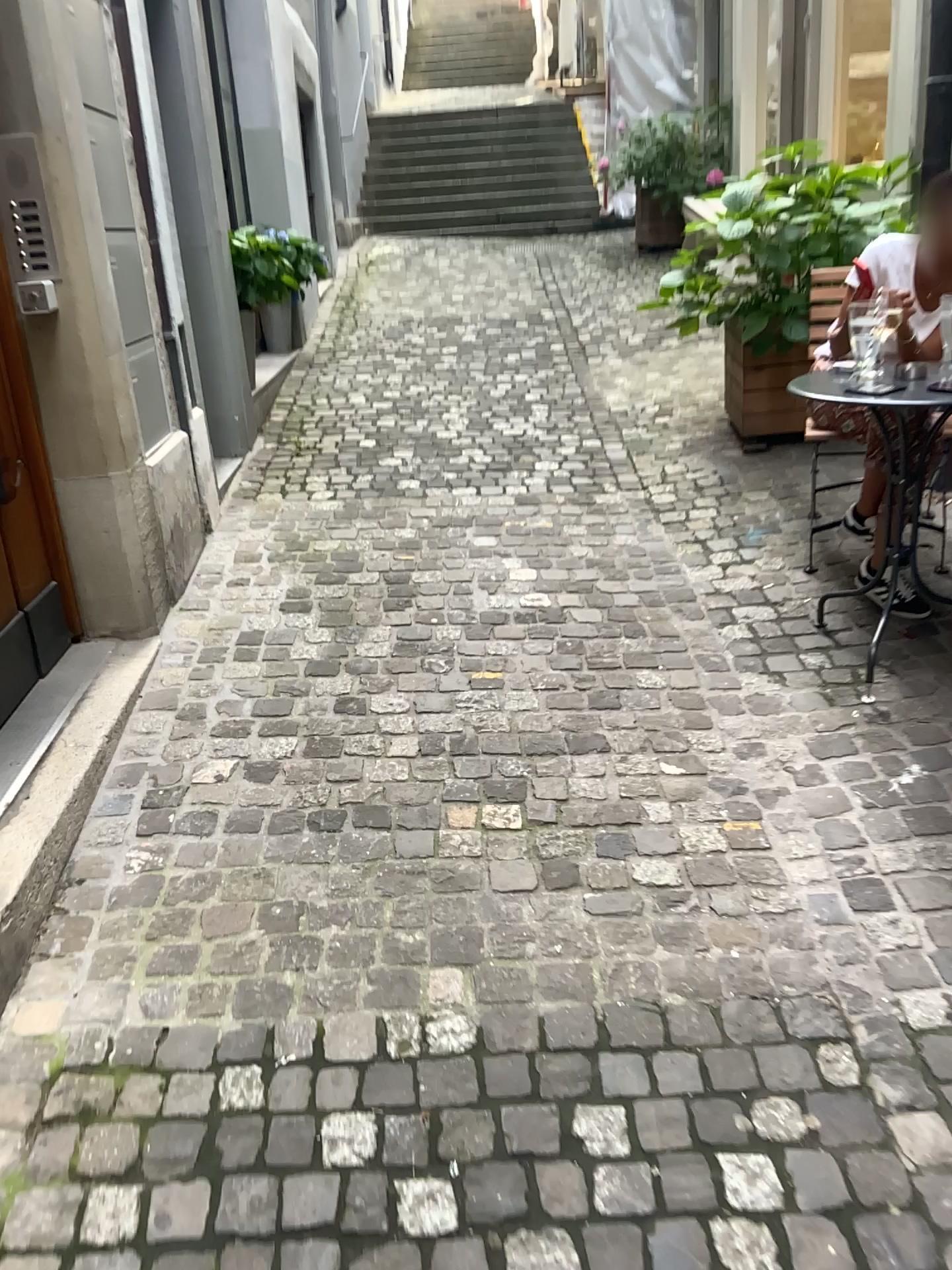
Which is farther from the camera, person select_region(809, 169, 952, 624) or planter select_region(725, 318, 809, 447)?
planter select_region(725, 318, 809, 447)

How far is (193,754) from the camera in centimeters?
257cm

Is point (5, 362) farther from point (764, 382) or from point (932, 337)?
point (764, 382)

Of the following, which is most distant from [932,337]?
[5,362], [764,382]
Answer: [5,362]

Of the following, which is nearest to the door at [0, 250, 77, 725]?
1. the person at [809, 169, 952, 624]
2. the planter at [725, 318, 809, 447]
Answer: the person at [809, 169, 952, 624]

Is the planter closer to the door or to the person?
the person

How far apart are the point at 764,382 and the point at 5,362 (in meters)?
2.91

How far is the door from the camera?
2.73m

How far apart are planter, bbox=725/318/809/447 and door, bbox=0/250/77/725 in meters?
2.8 m
